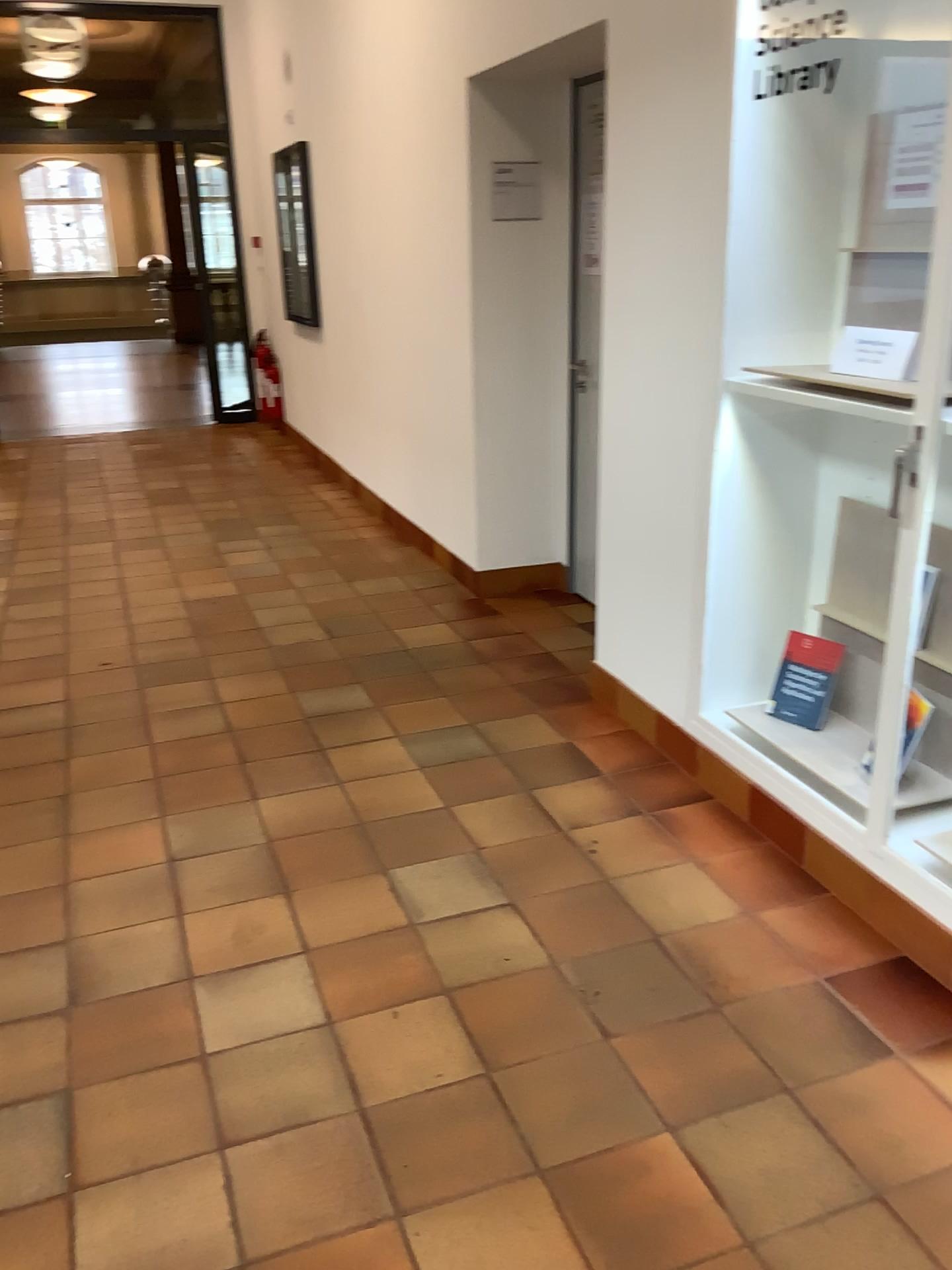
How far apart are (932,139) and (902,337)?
0.5 meters

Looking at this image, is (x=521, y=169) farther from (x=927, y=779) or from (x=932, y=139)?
(x=927, y=779)

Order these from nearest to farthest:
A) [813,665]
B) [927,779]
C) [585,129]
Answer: [927,779] < [813,665] < [585,129]

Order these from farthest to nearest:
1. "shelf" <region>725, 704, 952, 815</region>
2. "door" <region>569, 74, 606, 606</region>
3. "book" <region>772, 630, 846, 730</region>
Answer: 1. "door" <region>569, 74, 606, 606</region>
2. "book" <region>772, 630, 846, 730</region>
3. "shelf" <region>725, 704, 952, 815</region>

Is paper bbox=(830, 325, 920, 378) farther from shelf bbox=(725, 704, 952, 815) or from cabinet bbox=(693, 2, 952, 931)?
shelf bbox=(725, 704, 952, 815)

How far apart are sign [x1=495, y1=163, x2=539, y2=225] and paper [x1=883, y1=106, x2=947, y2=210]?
1.9 meters

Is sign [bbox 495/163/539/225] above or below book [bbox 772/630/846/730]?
above

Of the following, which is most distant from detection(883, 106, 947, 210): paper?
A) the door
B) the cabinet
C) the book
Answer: the door

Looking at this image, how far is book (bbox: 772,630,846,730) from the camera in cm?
289

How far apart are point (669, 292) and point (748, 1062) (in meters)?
2.05
